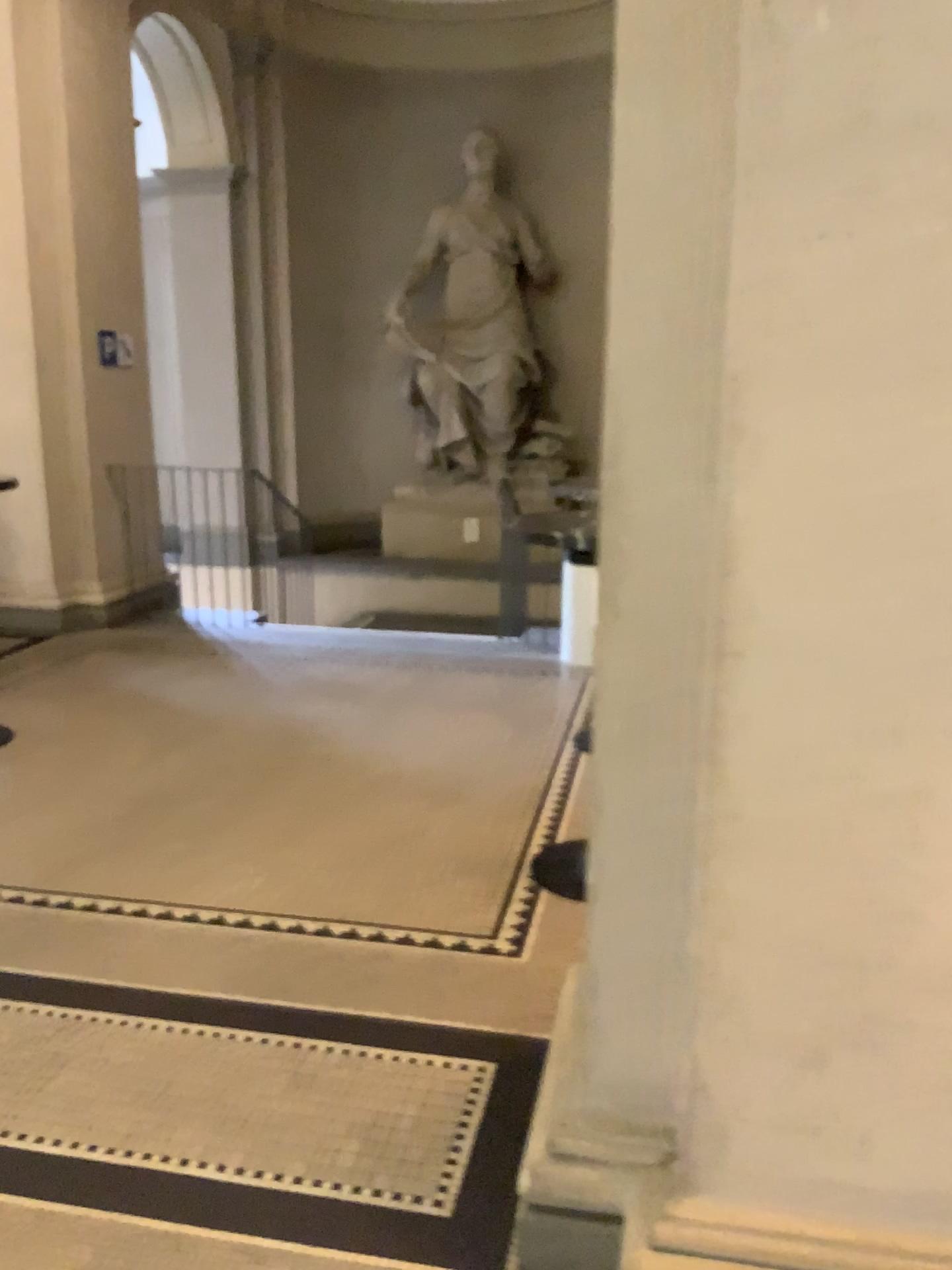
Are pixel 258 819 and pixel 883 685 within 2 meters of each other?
no
